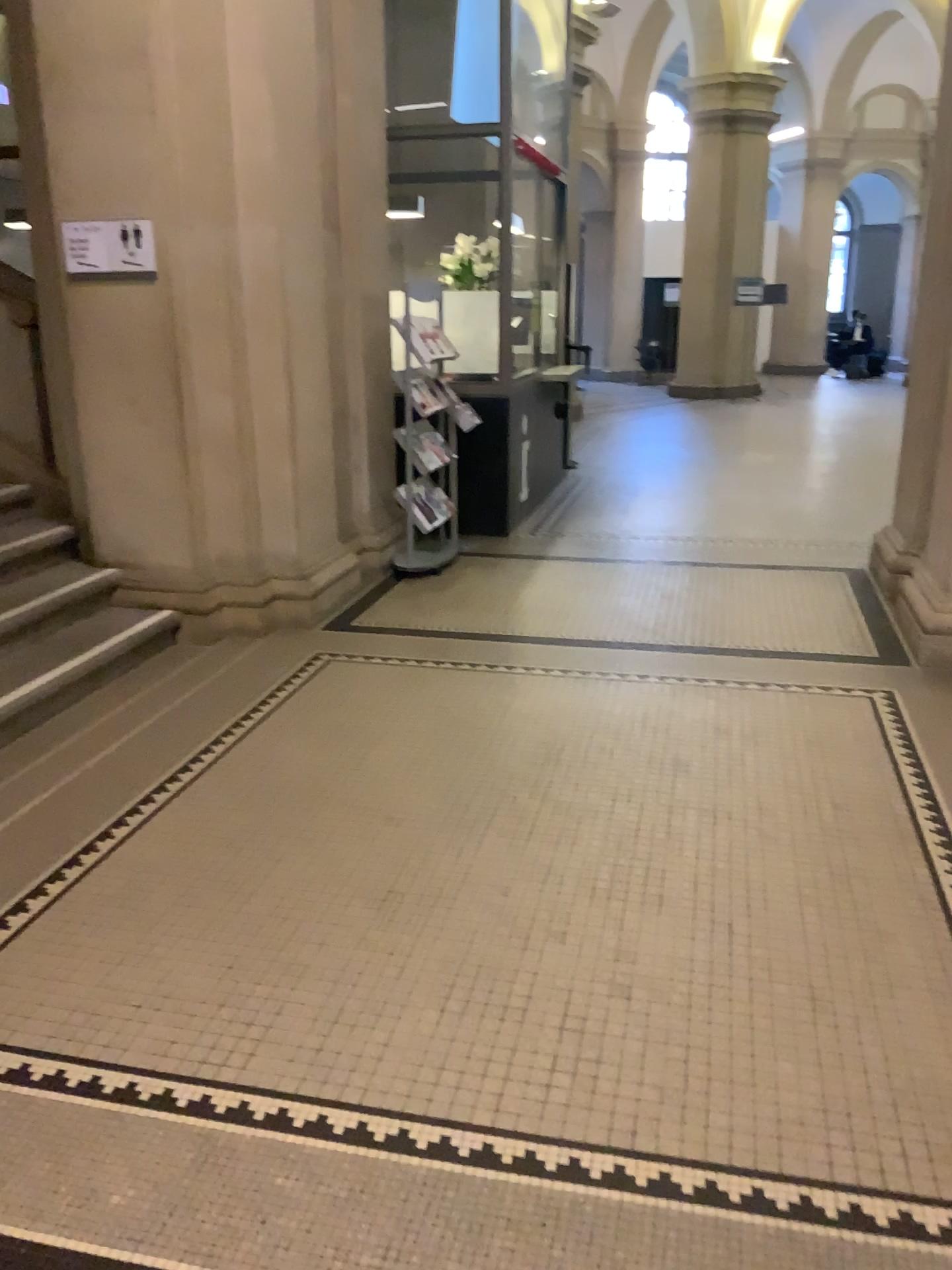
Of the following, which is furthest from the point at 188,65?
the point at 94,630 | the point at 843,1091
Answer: the point at 843,1091

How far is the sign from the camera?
4.5m

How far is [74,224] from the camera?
4.50m

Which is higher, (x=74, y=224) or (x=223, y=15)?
(x=223, y=15)
